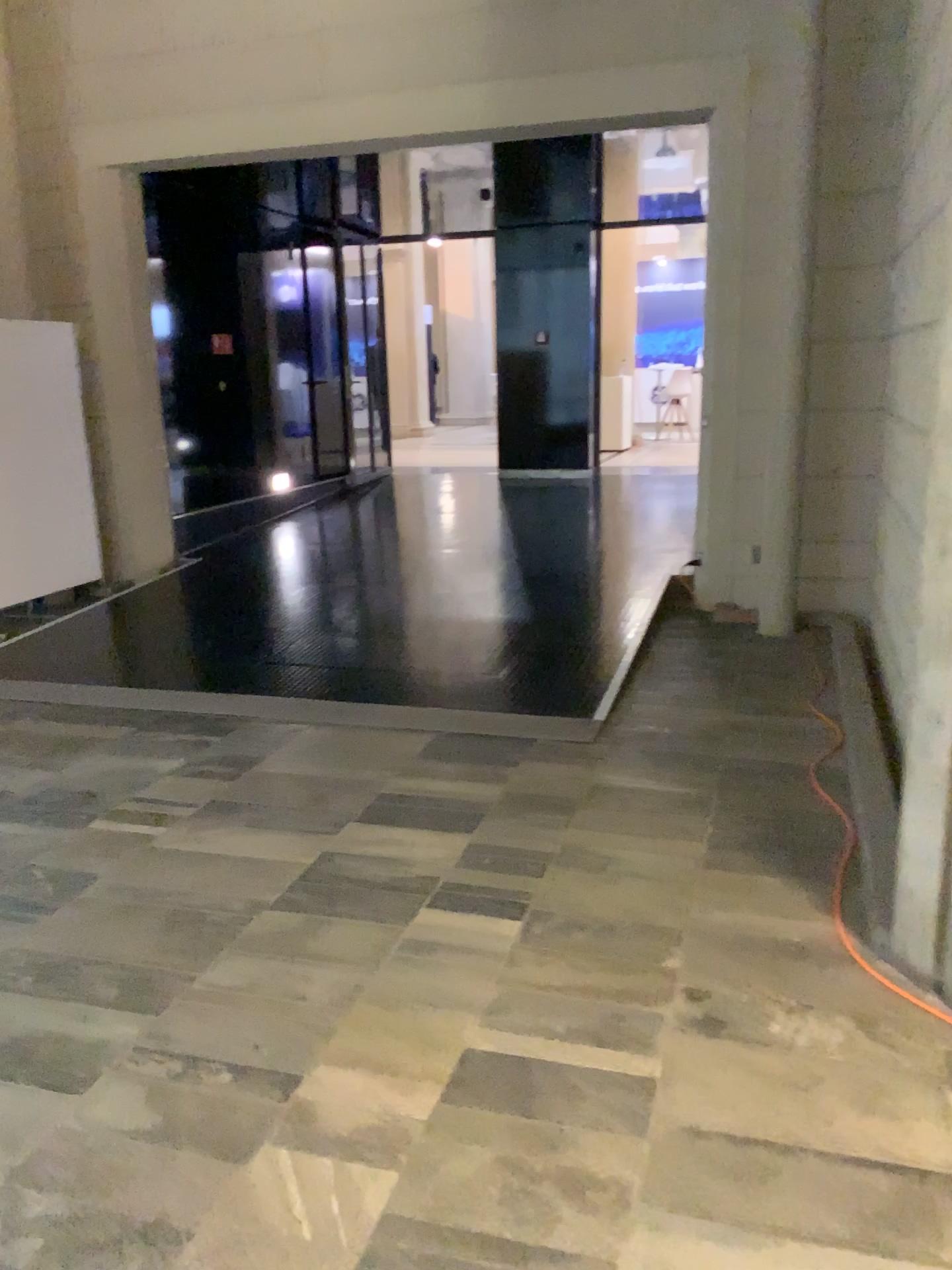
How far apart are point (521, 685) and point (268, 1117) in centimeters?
296cm
